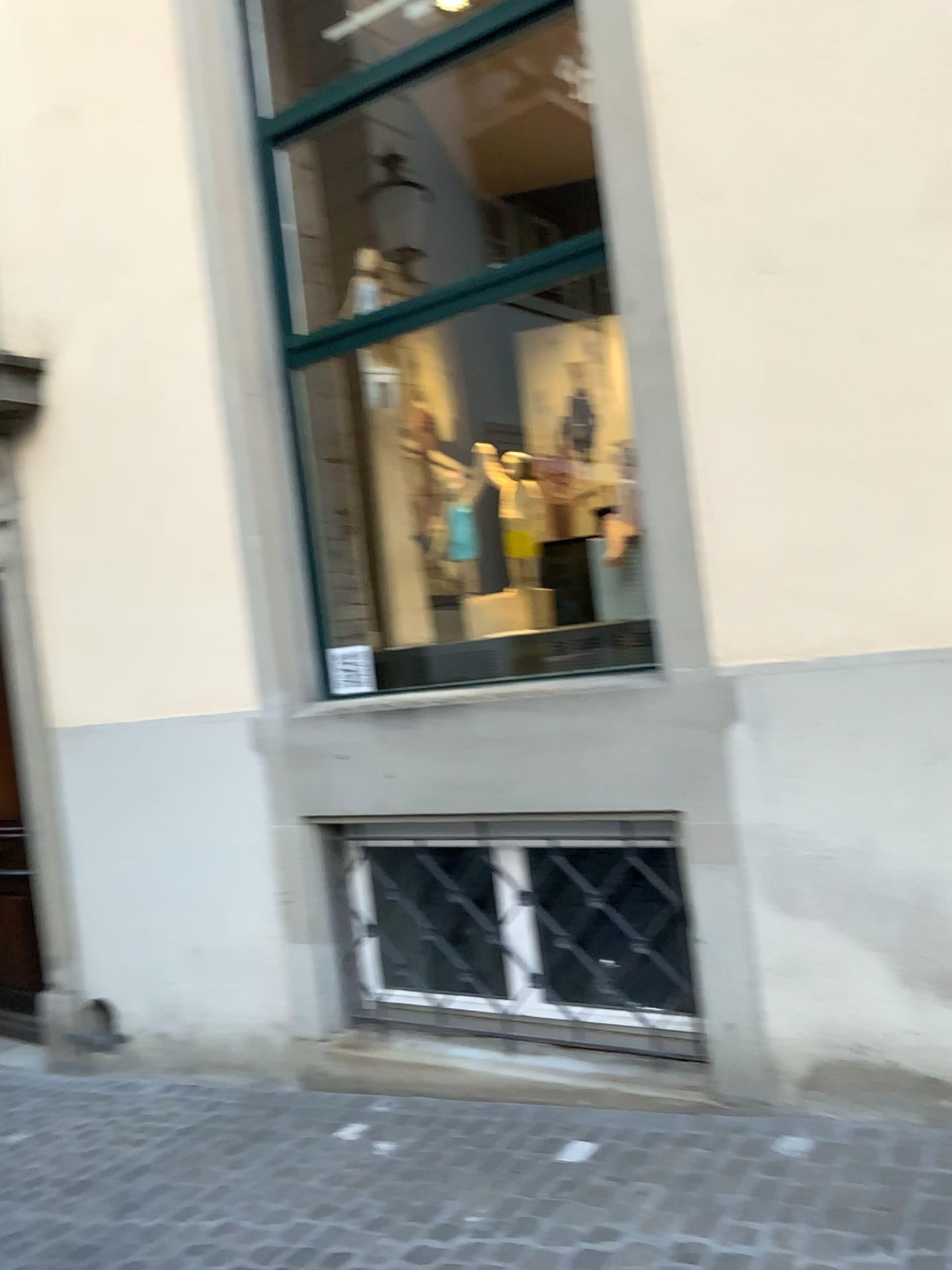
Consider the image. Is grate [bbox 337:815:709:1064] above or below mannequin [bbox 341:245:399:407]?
below

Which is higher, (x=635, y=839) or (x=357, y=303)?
(x=357, y=303)

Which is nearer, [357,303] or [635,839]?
[635,839]

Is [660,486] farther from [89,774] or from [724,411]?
[89,774]

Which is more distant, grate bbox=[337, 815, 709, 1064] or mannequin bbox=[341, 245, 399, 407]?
mannequin bbox=[341, 245, 399, 407]
